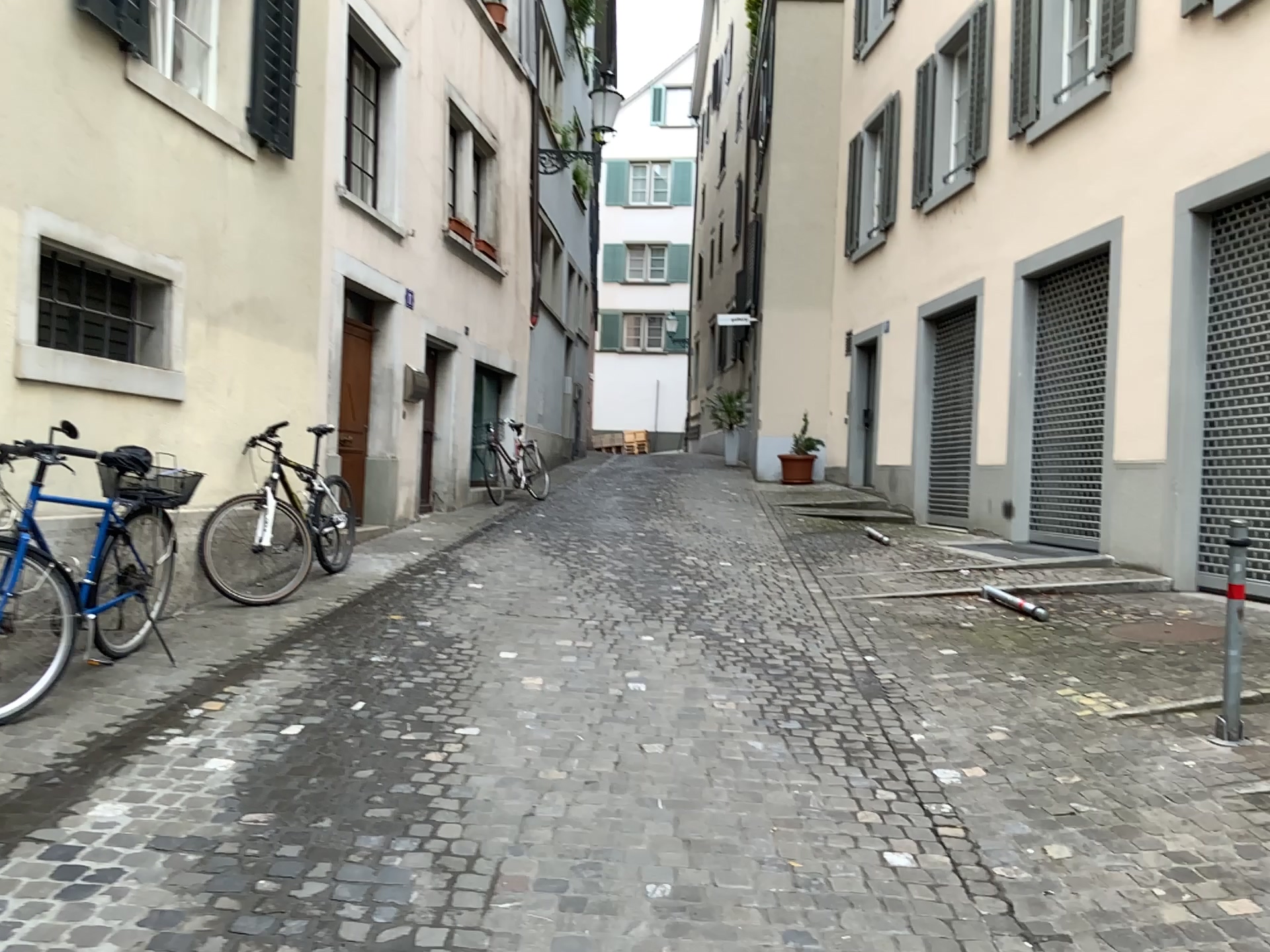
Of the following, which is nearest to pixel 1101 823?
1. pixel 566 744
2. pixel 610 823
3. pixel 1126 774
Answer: pixel 1126 774
